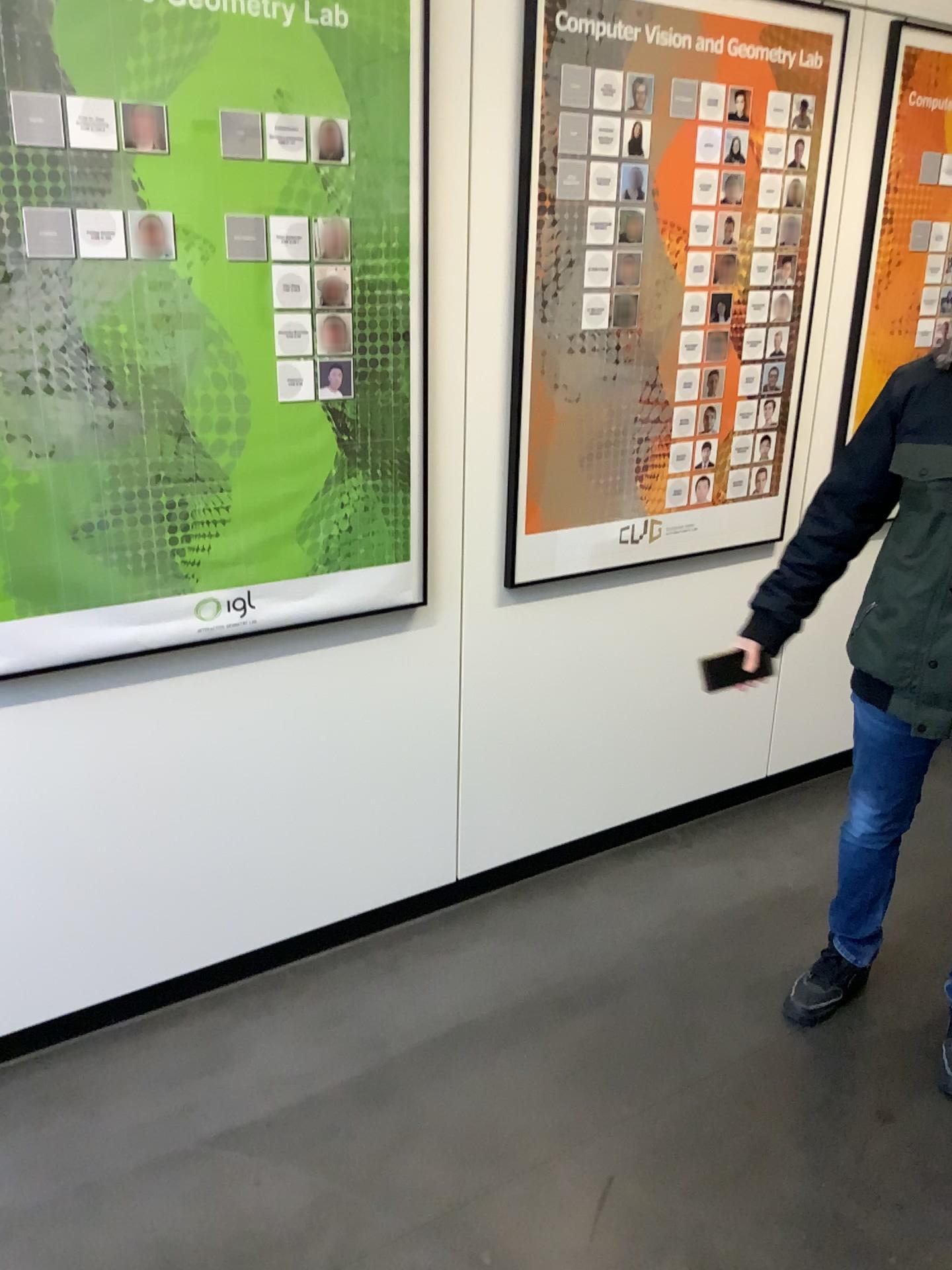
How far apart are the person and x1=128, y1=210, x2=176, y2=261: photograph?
1.3m

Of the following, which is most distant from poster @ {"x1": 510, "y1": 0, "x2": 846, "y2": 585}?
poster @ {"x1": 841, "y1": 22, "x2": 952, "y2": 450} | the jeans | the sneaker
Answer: the sneaker

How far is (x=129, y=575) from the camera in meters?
2.0 m

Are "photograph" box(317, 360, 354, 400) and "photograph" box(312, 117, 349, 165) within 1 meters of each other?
yes

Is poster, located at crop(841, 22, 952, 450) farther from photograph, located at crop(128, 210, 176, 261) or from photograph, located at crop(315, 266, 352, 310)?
photograph, located at crop(128, 210, 176, 261)

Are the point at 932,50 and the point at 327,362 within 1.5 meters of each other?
no

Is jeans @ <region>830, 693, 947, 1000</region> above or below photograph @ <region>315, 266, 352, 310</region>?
below

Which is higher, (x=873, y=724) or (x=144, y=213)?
(x=144, y=213)

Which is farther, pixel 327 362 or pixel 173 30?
pixel 327 362

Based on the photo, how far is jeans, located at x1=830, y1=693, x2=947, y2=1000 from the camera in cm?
208
